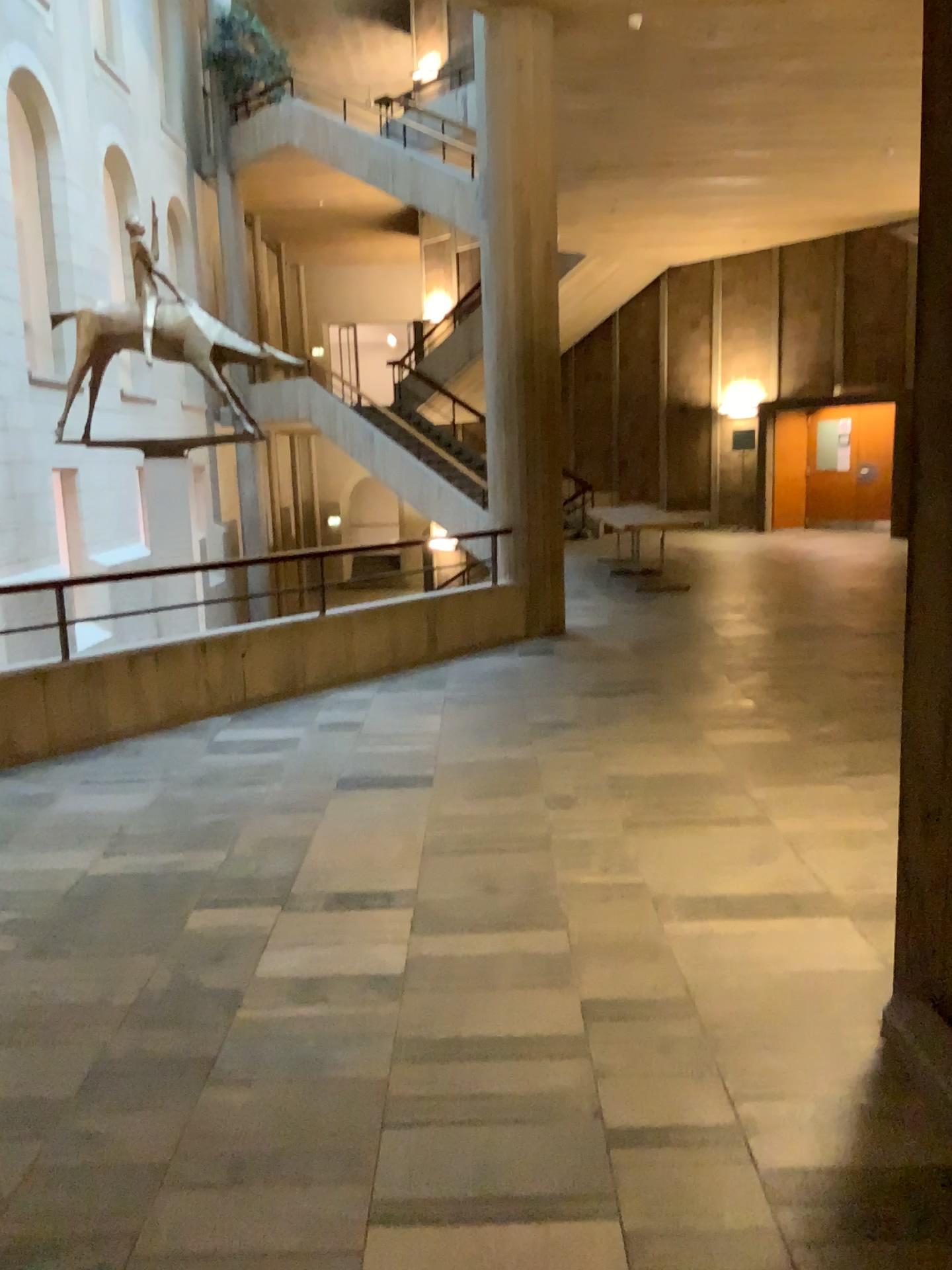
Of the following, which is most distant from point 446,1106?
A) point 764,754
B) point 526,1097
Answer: point 764,754
